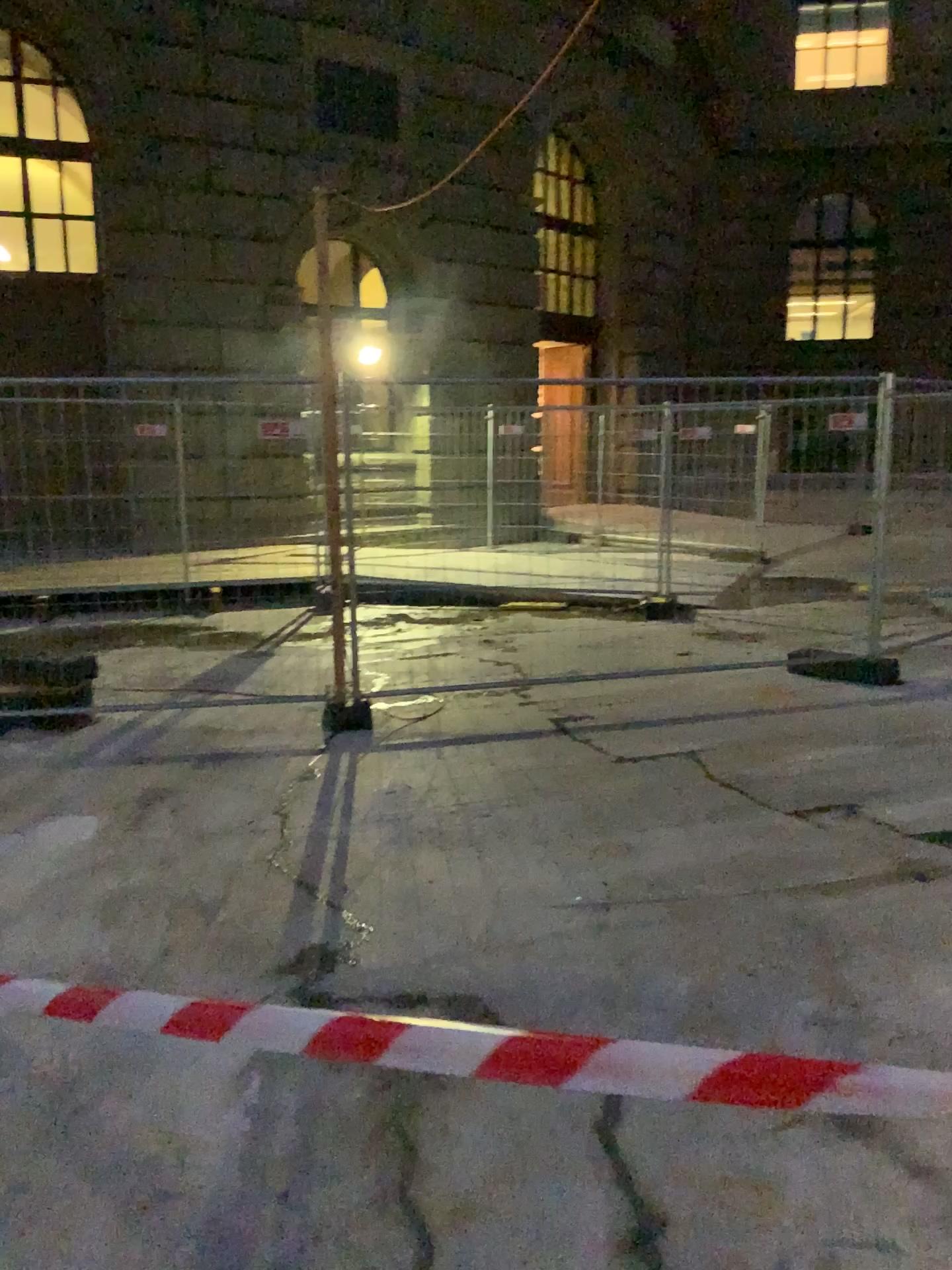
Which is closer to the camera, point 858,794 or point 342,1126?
point 342,1126
